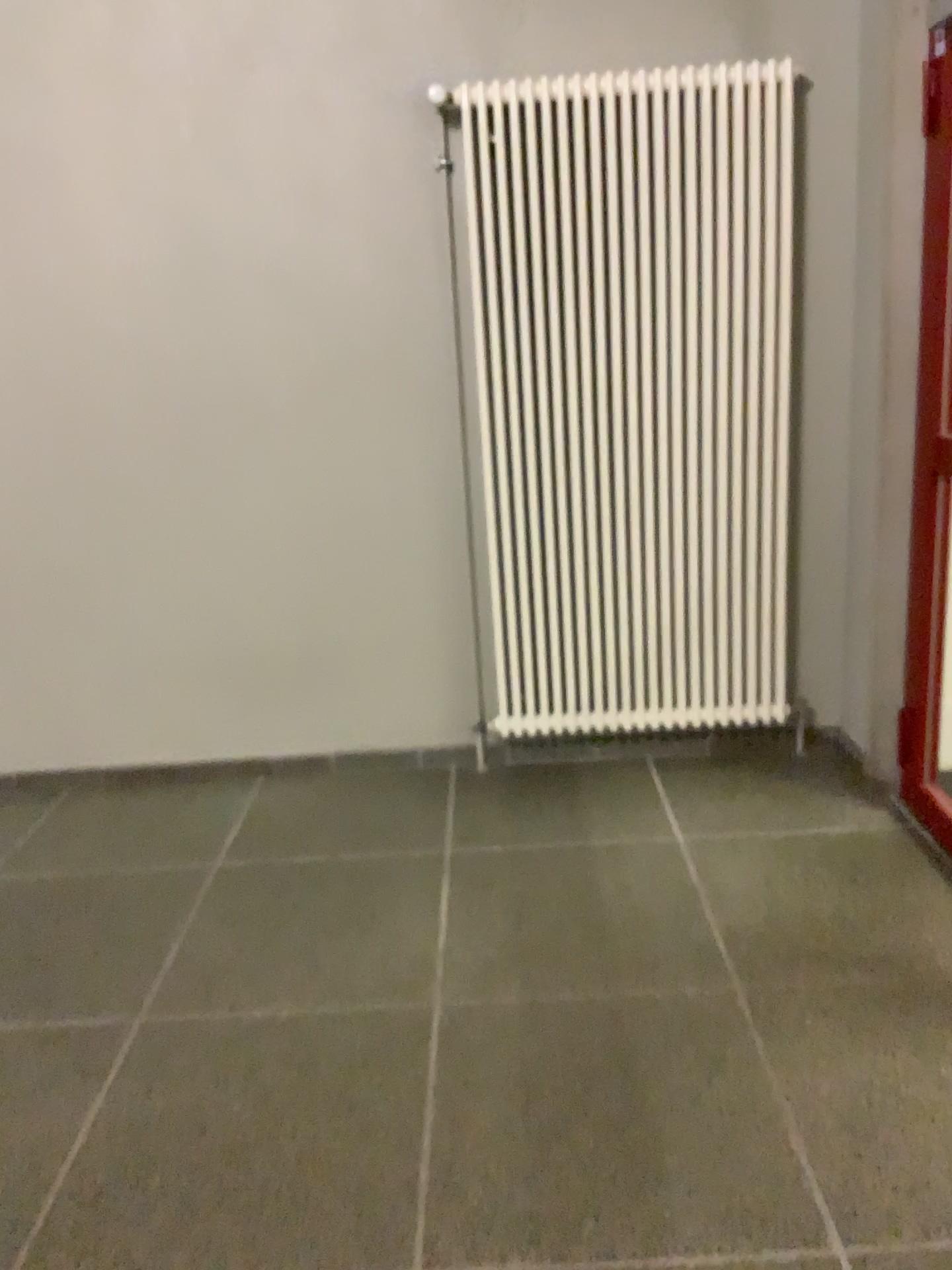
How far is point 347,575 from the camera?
3.6 meters

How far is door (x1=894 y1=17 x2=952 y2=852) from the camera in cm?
265

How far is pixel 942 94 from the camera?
2.6 meters

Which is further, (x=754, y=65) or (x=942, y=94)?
(x=754, y=65)

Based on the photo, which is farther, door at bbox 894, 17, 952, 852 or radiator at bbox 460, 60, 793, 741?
radiator at bbox 460, 60, 793, 741
